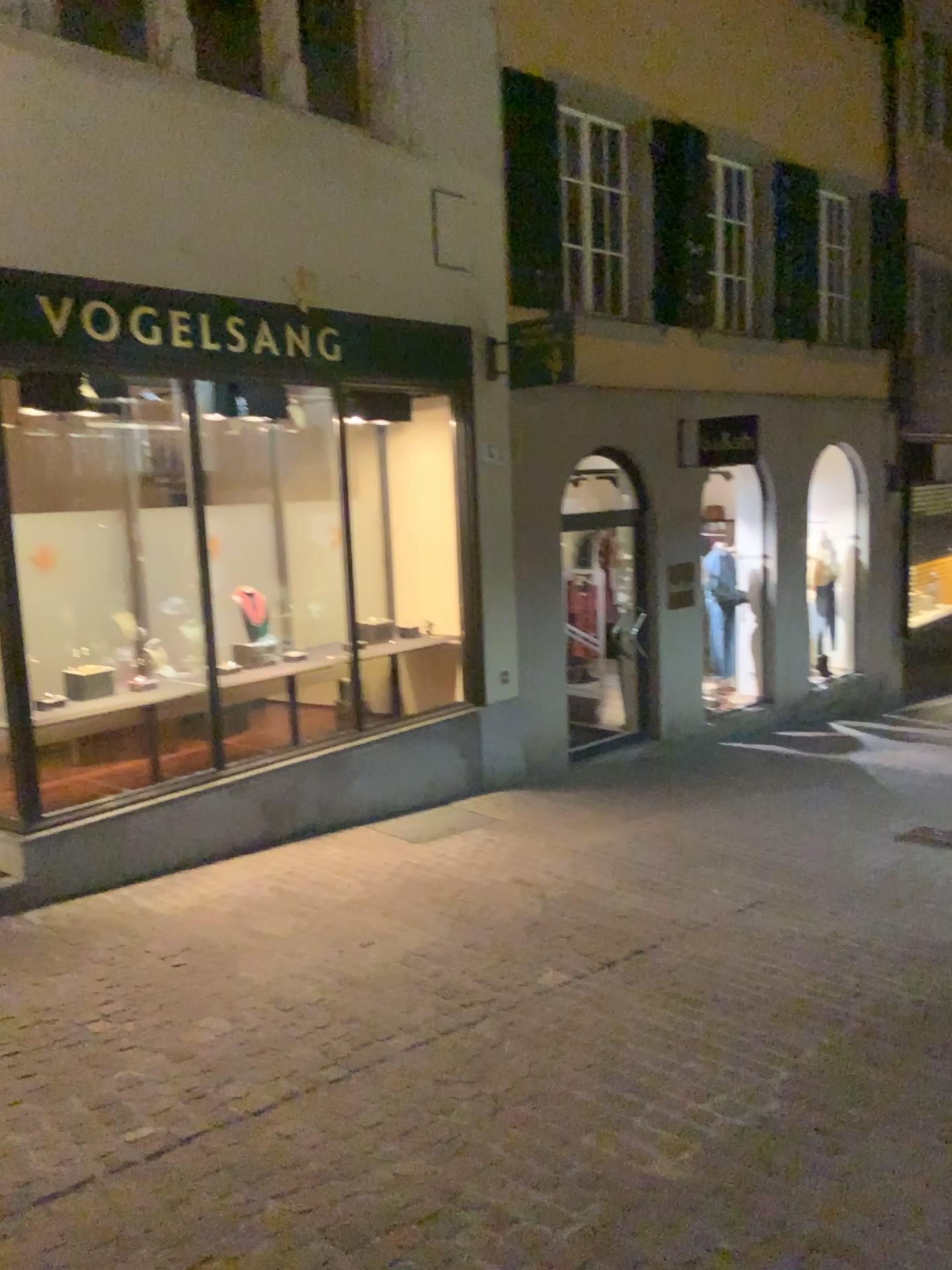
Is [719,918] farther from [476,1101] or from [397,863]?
[476,1101]
